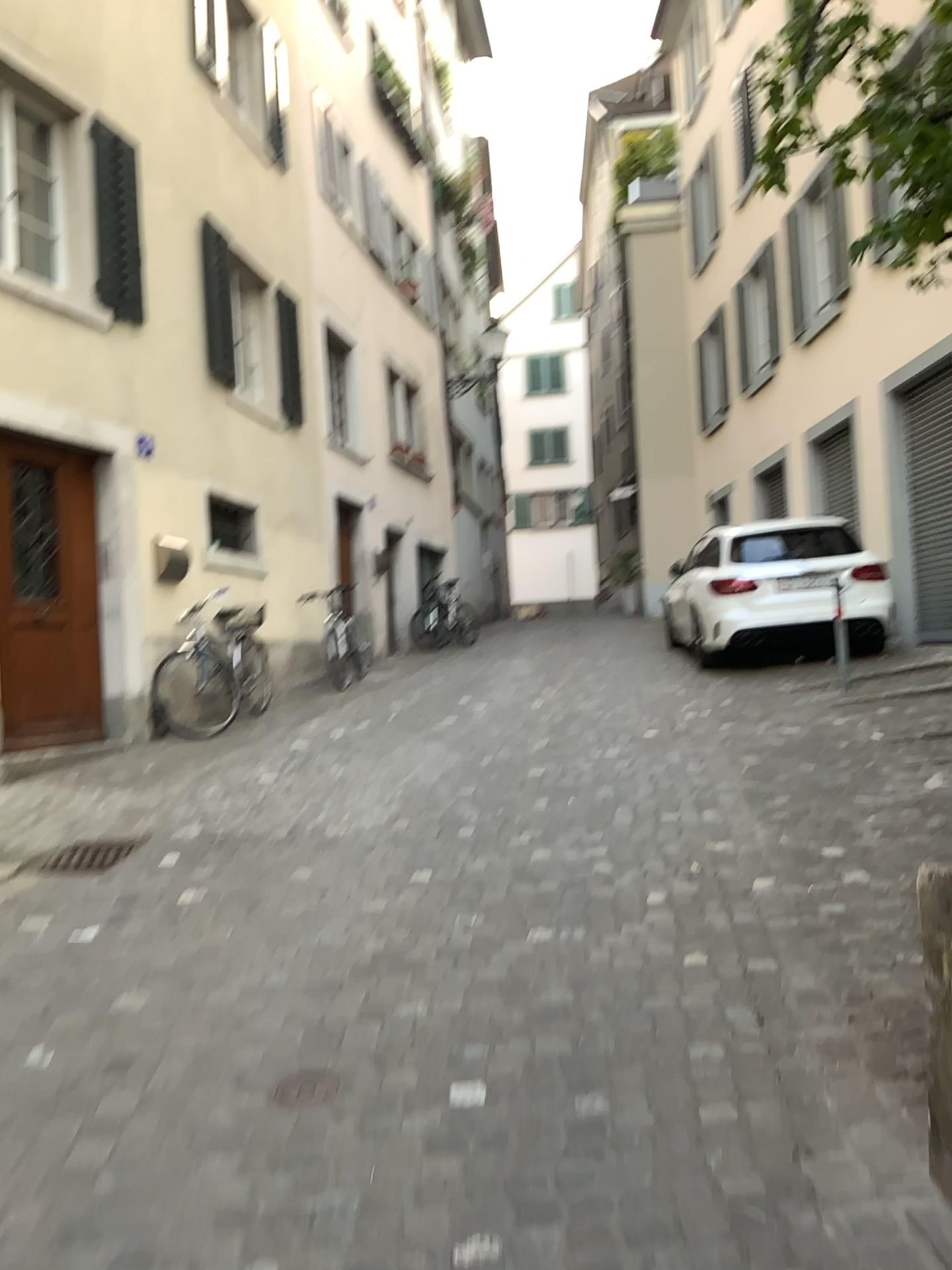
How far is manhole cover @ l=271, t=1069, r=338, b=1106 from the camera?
2.6m

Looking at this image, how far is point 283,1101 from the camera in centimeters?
261cm

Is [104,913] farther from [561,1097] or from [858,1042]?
[858,1042]

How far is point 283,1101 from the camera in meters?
2.6 m

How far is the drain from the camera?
2.6 meters
